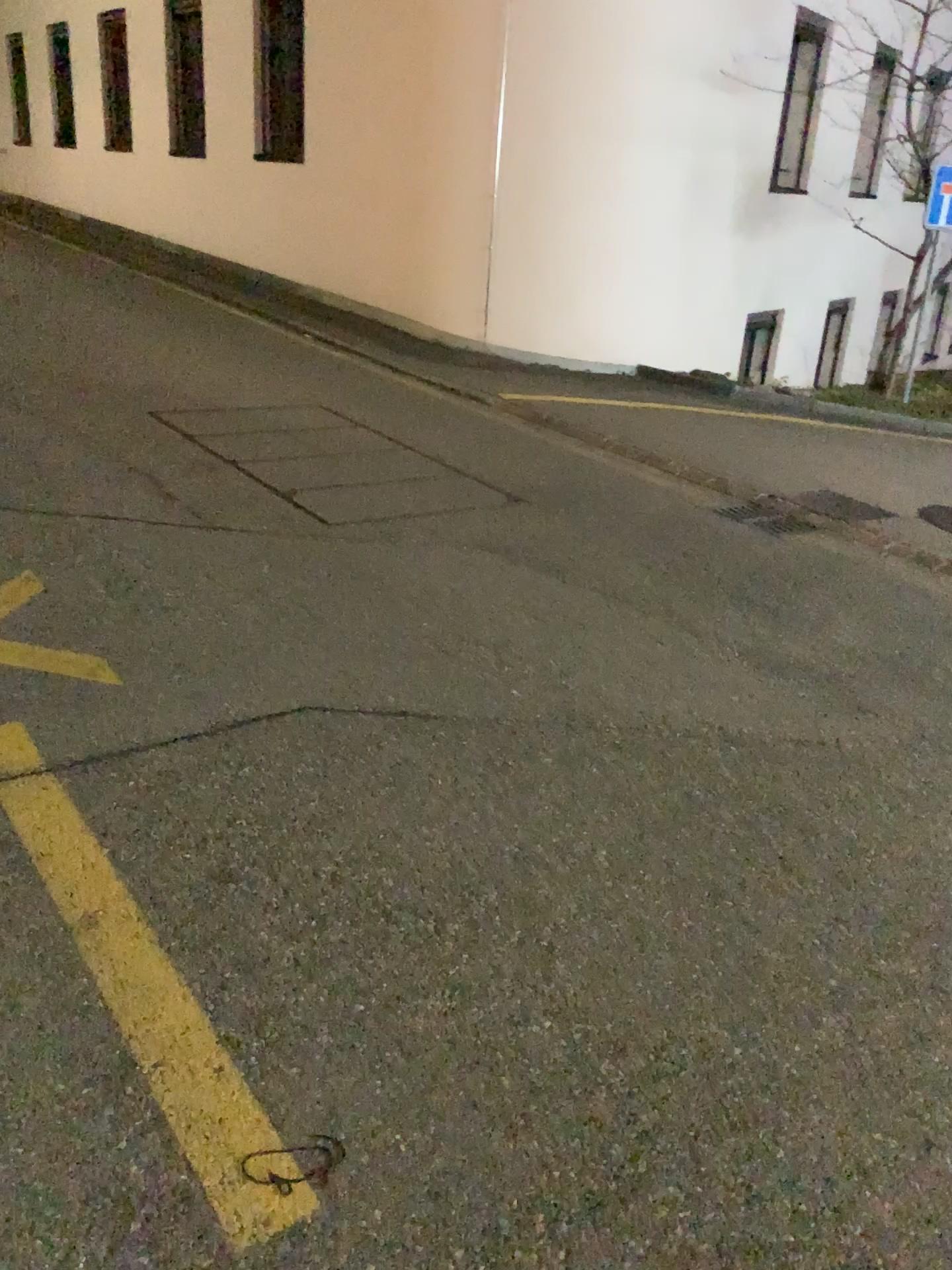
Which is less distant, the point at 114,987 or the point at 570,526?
the point at 114,987
